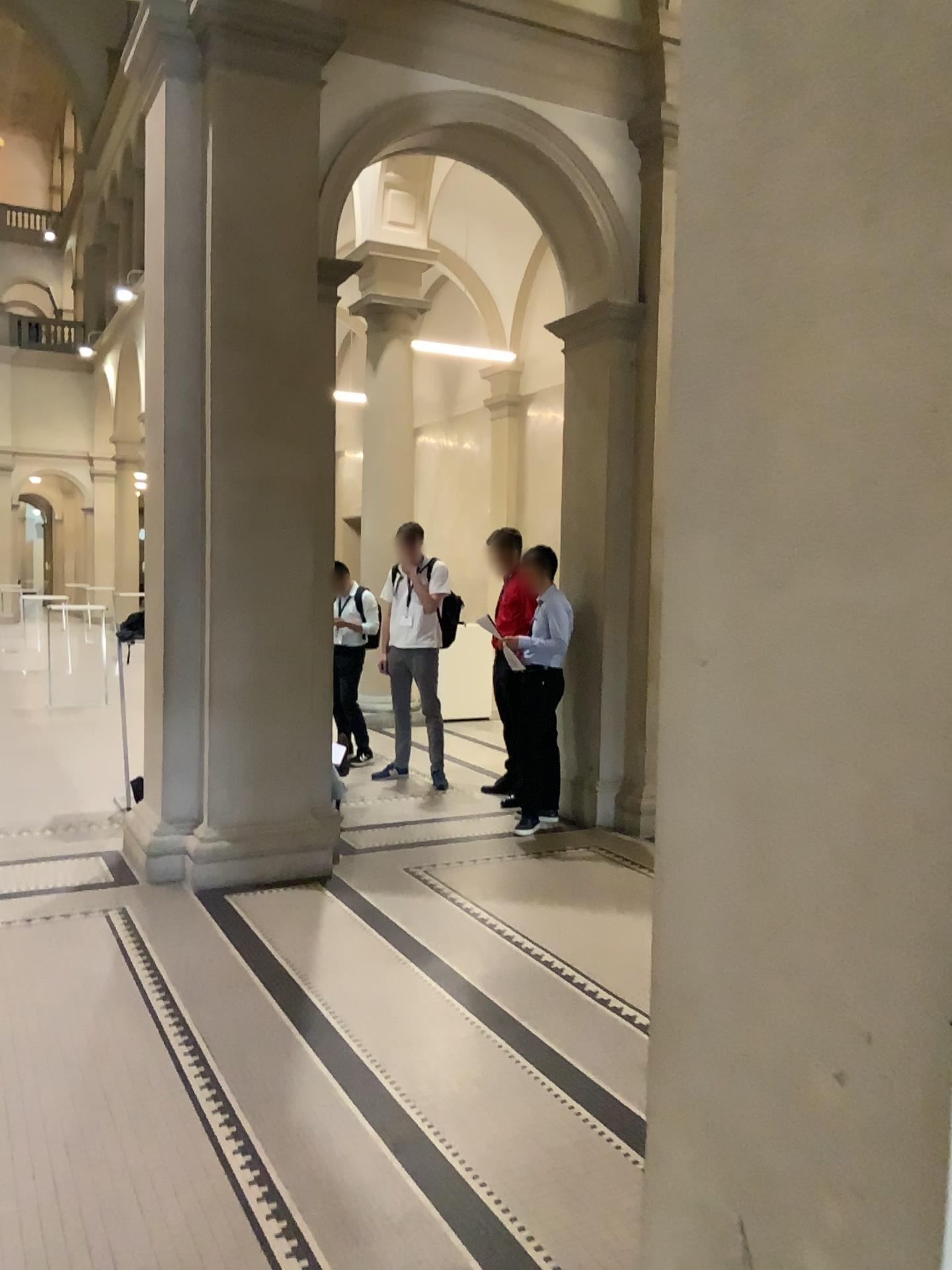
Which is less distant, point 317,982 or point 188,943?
point 317,982
